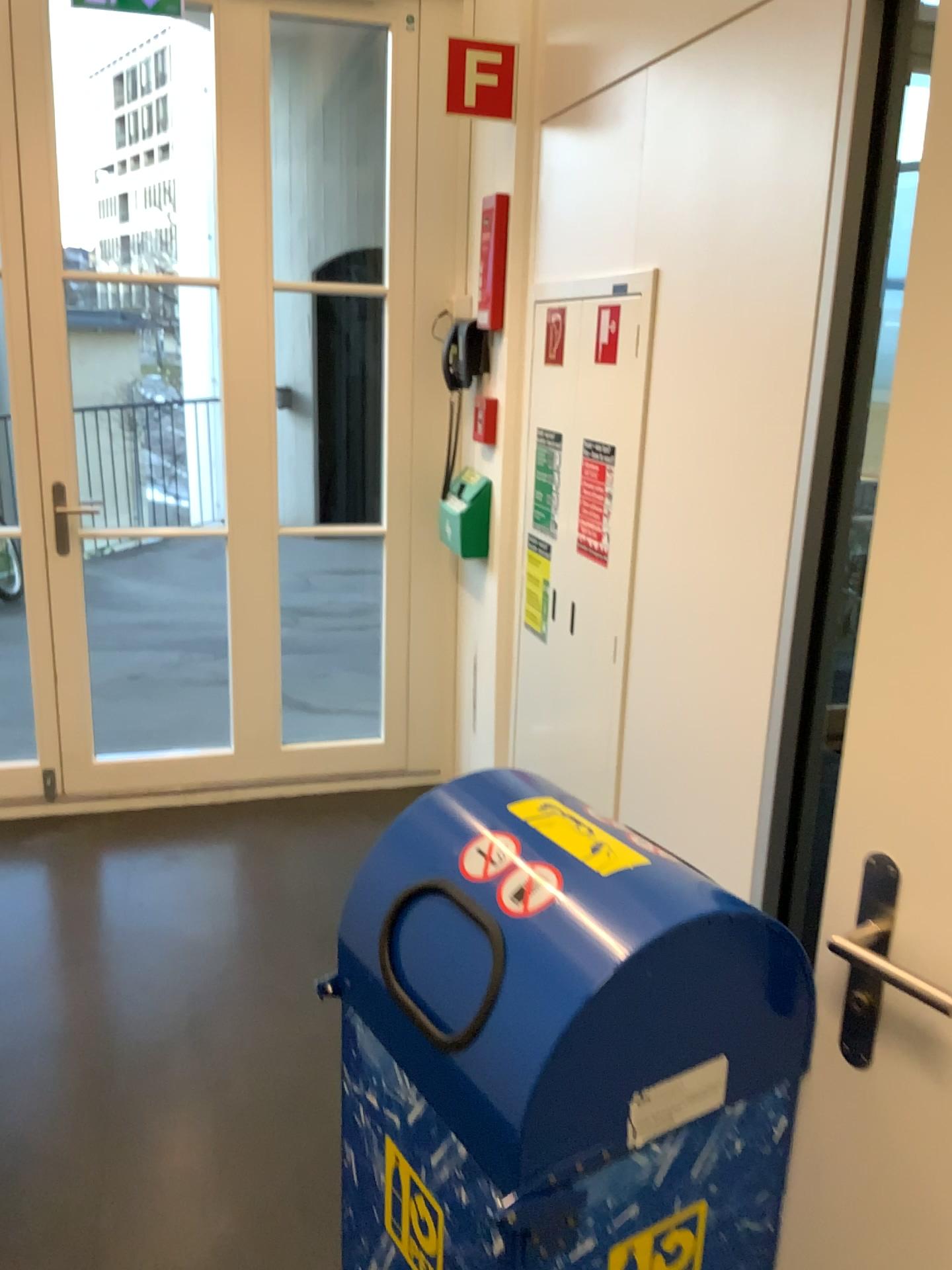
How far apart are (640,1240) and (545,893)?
0.4 meters

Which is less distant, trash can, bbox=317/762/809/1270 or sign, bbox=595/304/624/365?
trash can, bbox=317/762/809/1270

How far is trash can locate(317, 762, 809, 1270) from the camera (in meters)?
0.94

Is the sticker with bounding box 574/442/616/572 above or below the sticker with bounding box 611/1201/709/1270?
above

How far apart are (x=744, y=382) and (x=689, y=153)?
0.5m

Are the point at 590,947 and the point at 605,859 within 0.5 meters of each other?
yes

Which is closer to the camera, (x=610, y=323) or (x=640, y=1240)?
(x=640, y=1240)

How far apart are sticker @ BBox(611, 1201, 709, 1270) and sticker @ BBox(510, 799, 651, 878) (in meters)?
0.36

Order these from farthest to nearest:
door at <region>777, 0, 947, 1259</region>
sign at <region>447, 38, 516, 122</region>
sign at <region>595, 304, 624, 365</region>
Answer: sign at <region>447, 38, 516, 122</region>, sign at <region>595, 304, 624, 365</region>, door at <region>777, 0, 947, 1259</region>

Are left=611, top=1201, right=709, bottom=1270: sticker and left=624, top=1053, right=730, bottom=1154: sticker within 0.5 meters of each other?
yes
